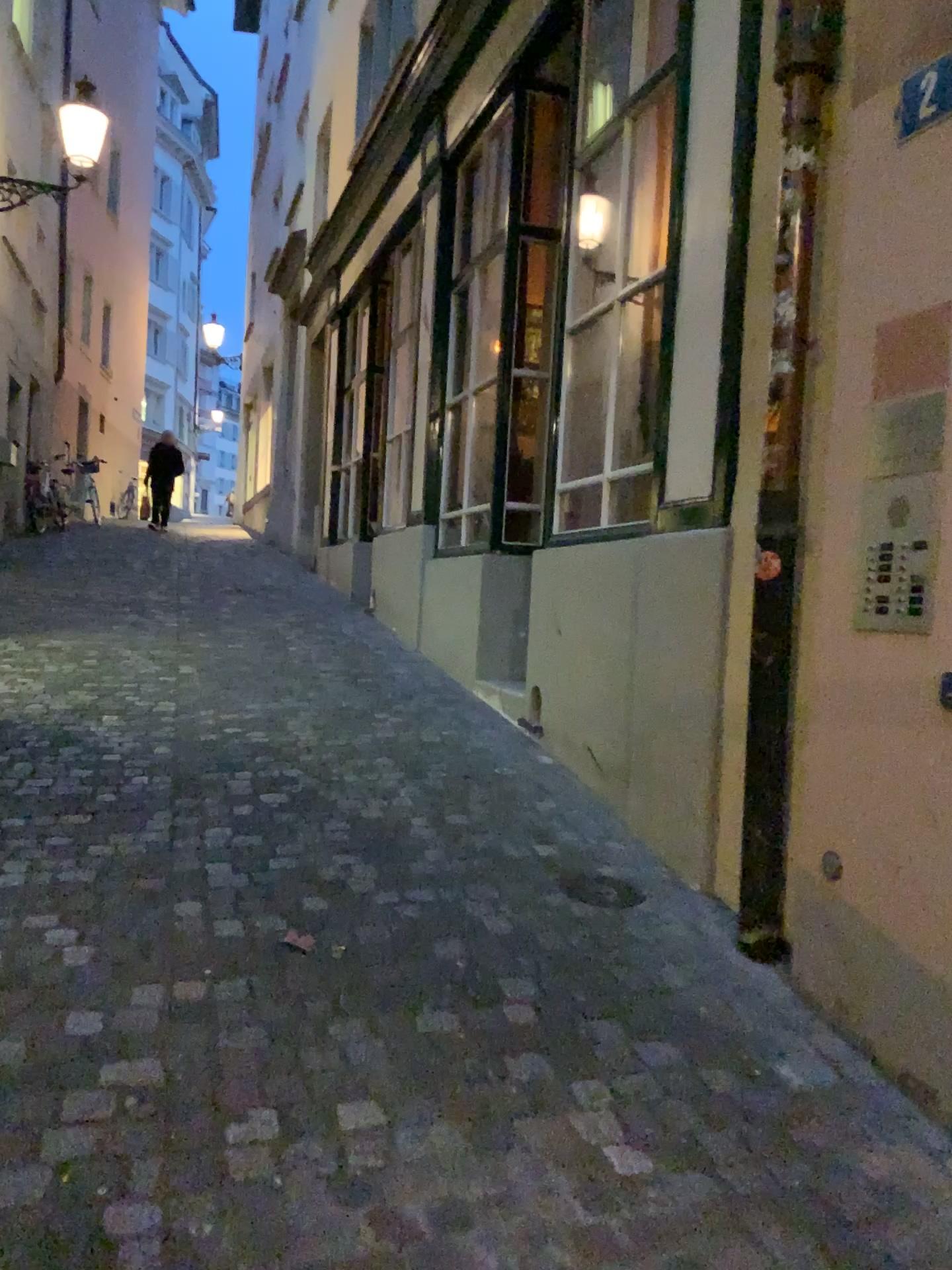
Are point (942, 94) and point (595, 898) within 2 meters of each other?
no

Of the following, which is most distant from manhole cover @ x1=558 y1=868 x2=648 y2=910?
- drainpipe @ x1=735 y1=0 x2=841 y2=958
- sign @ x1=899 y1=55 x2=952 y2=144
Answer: sign @ x1=899 y1=55 x2=952 y2=144

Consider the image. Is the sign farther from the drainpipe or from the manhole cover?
the manhole cover

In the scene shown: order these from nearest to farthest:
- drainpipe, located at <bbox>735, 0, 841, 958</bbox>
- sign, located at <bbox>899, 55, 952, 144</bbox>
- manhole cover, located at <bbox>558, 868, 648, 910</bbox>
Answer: sign, located at <bbox>899, 55, 952, 144</bbox>, drainpipe, located at <bbox>735, 0, 841, 958</bbox>, manhole cover, located at <bbox>558, 868, 648, 910</bbox>

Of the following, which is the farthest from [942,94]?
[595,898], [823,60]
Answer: [595,898]

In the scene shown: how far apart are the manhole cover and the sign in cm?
220

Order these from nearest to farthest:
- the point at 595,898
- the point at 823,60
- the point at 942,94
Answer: the point at 942,94 → the point at 823,60 → the point at 595,898

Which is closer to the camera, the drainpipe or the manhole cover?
the drainpipe

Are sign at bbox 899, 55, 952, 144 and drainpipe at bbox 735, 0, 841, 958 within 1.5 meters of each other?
yes

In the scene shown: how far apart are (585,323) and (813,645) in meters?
2.5
